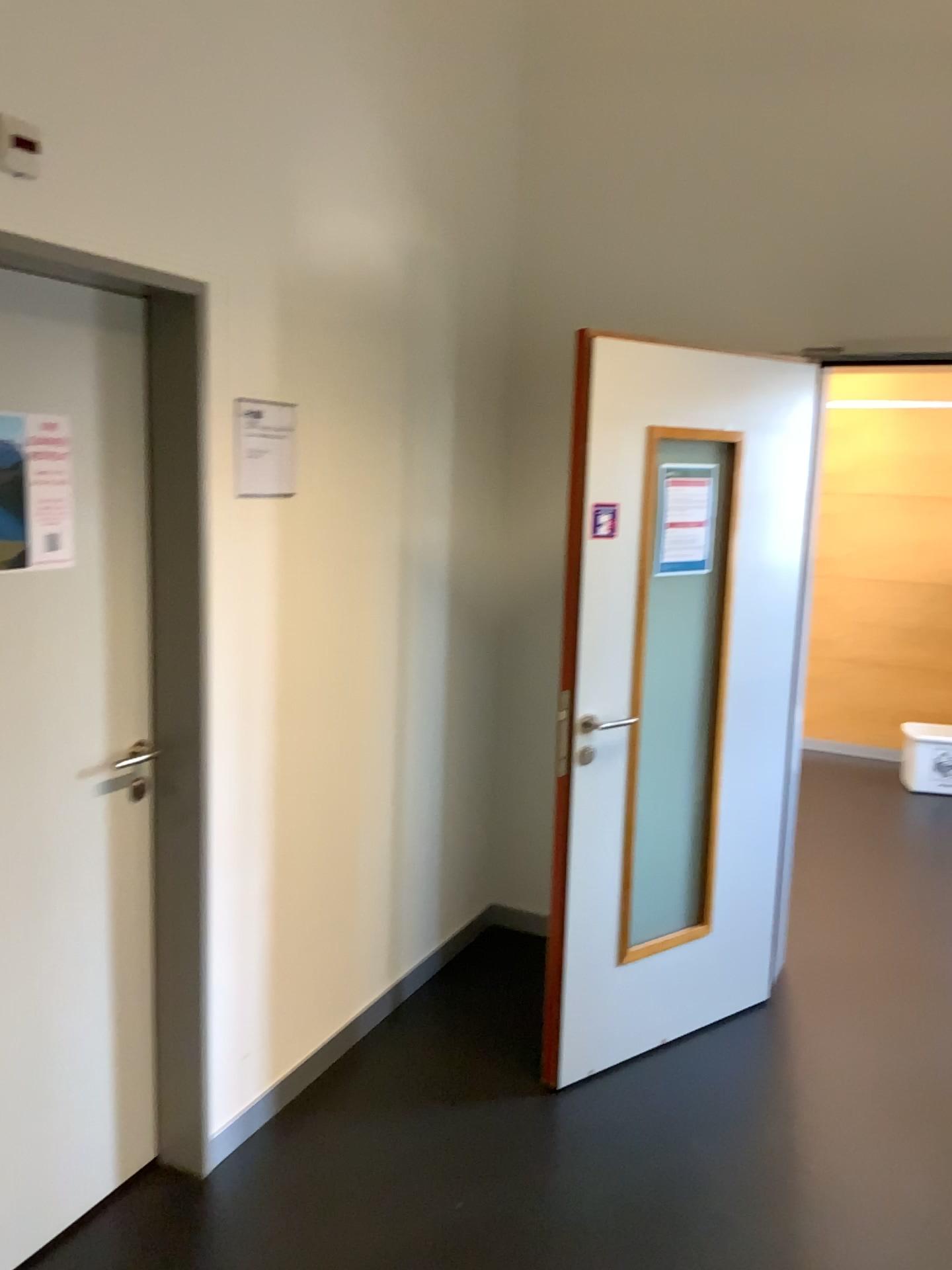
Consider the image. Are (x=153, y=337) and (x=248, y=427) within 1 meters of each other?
yes

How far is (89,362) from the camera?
2.13m

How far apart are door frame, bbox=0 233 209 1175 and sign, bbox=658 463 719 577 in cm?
122

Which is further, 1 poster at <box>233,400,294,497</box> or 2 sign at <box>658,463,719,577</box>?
2 sign at <box>658,463,719,577</box>

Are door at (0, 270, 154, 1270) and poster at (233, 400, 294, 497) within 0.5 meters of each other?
yes

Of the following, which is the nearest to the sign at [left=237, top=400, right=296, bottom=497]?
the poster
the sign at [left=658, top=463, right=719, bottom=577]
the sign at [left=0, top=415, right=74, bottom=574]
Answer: the poster

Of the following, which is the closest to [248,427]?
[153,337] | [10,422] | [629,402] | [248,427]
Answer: [248,427]

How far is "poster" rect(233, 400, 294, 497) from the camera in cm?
239

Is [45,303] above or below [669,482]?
above

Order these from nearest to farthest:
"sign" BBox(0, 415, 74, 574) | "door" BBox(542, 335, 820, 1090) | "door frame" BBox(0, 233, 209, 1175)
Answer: "sign" BBox(0, 415, 74, 574) < "door frame" BBox(0, 233, 209, 1175) < "door" BBox(542, 335, 820, 1090)
